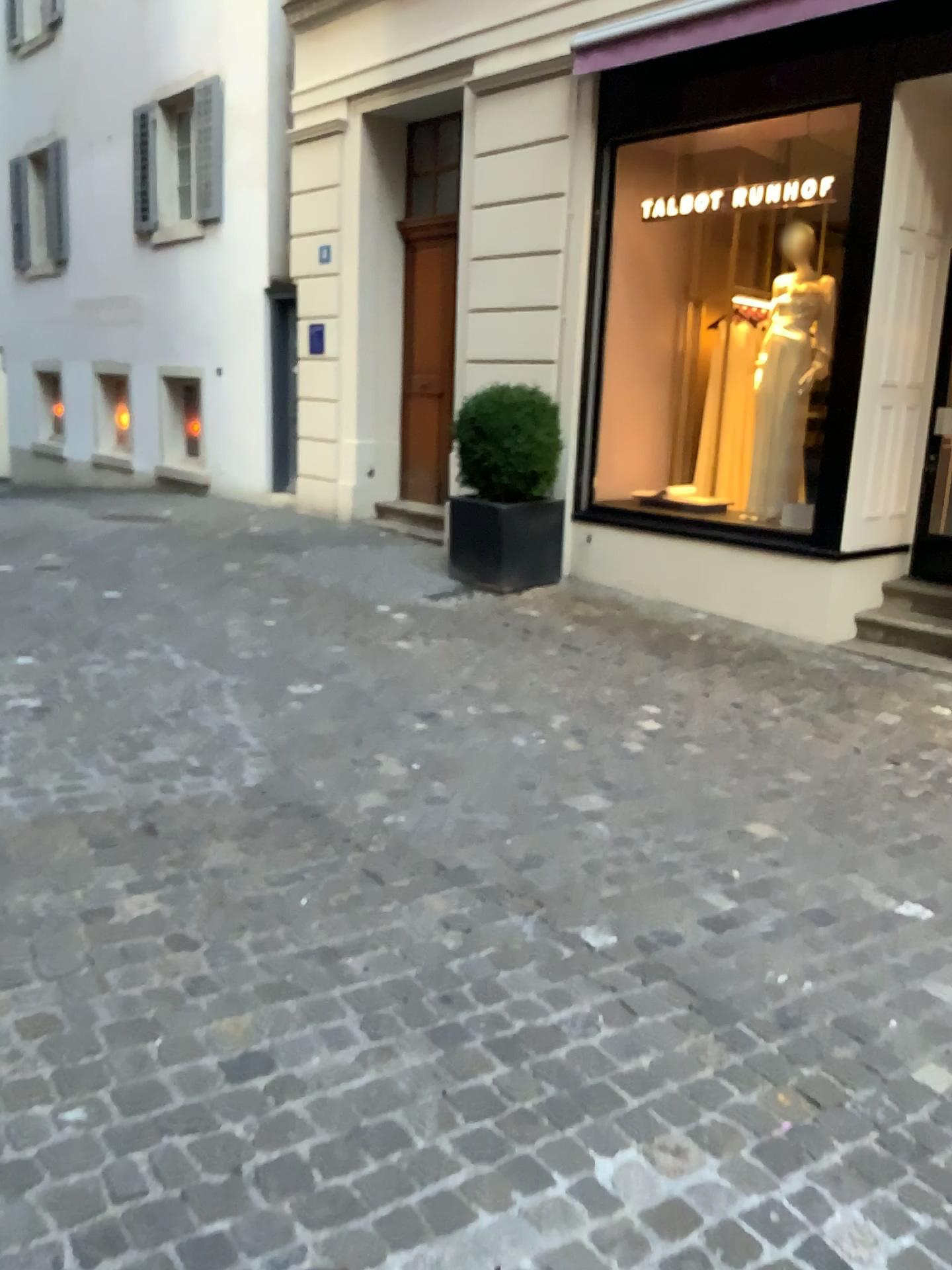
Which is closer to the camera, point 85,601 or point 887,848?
point 887,848
